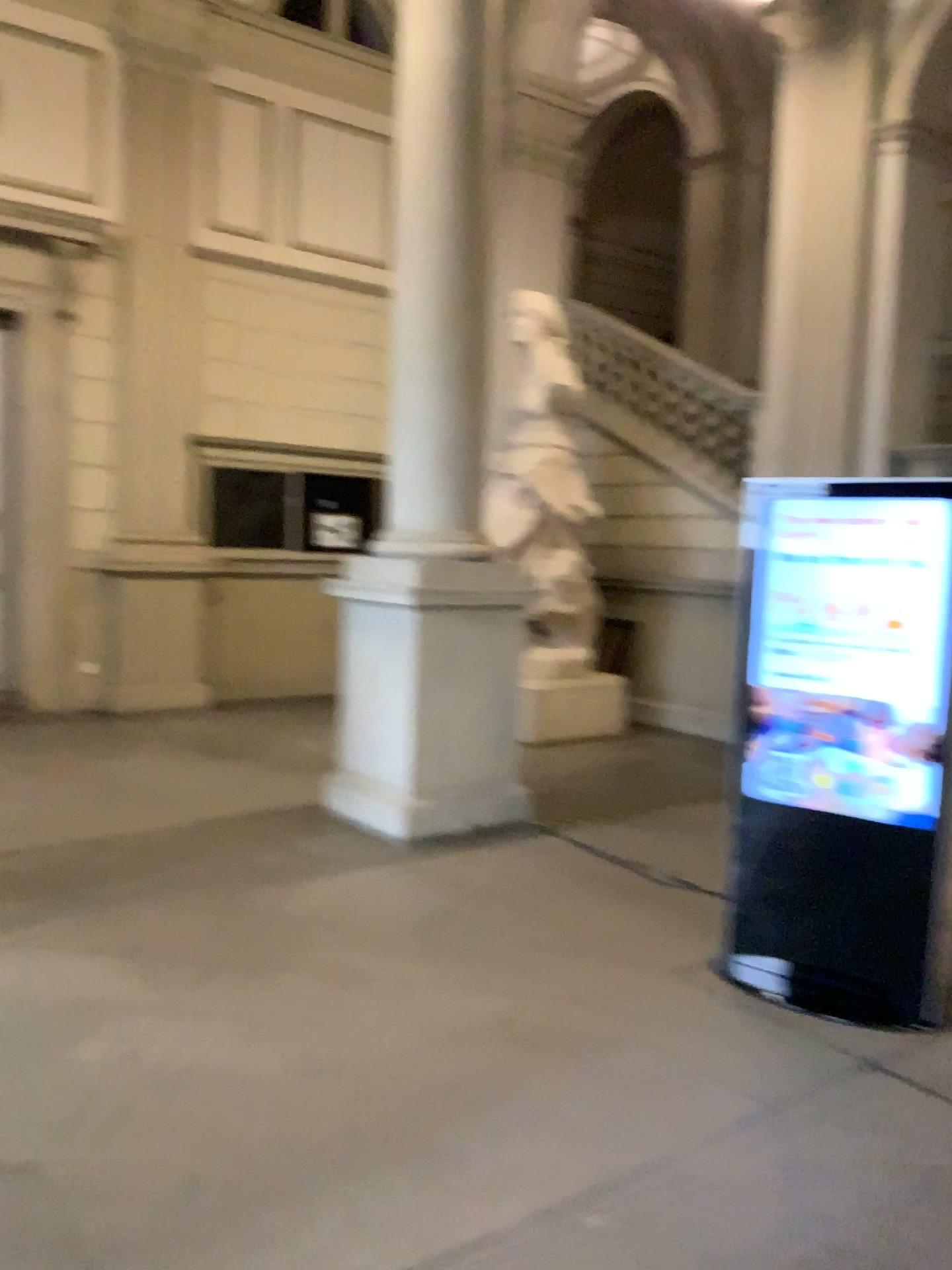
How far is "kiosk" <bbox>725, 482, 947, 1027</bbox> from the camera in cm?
363

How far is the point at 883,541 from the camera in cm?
363

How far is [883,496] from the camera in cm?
363

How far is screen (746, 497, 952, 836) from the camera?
3.6m

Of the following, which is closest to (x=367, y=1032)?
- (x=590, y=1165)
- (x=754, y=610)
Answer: (x=590, y=1165)
